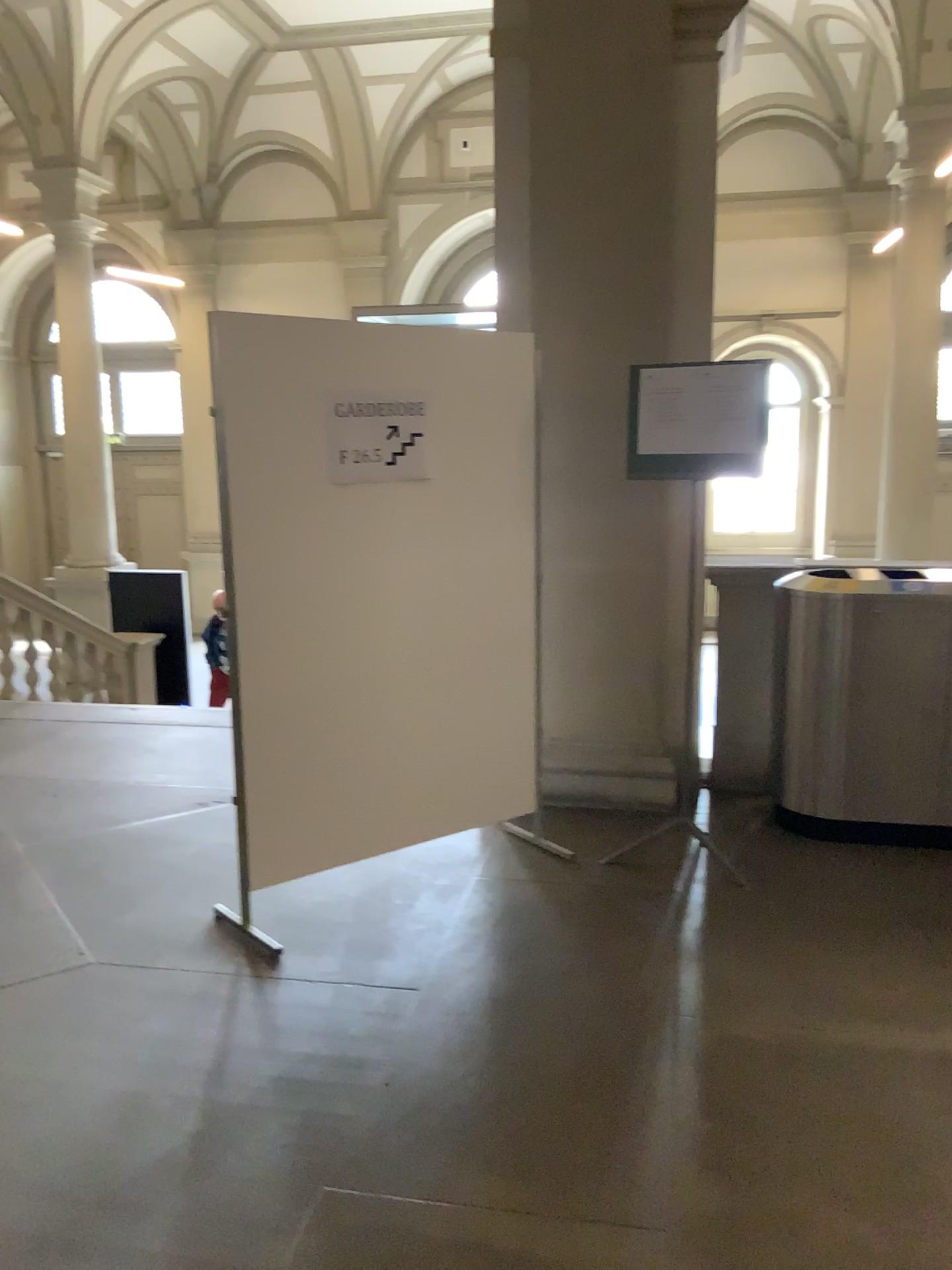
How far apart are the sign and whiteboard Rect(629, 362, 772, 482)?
0.8 meters

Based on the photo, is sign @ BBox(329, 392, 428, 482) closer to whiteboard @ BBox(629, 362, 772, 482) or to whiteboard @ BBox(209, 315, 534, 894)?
whiteboard @ BBox(209, 315, 534, 894)

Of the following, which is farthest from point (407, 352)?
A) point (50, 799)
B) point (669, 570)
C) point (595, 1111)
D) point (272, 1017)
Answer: point (50, 799)

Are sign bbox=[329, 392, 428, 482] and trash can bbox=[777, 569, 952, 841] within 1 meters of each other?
no

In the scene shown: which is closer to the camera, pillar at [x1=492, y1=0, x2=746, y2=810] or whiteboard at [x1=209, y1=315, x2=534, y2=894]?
whiteboard at [x1=209, y1=315, x2=534, y2=894]

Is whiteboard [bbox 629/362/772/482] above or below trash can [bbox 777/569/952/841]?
above

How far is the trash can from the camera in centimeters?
395cm

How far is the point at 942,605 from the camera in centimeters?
395cm

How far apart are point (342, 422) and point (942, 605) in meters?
2.3

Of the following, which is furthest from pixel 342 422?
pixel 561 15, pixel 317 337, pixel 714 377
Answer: pixel 561 15
